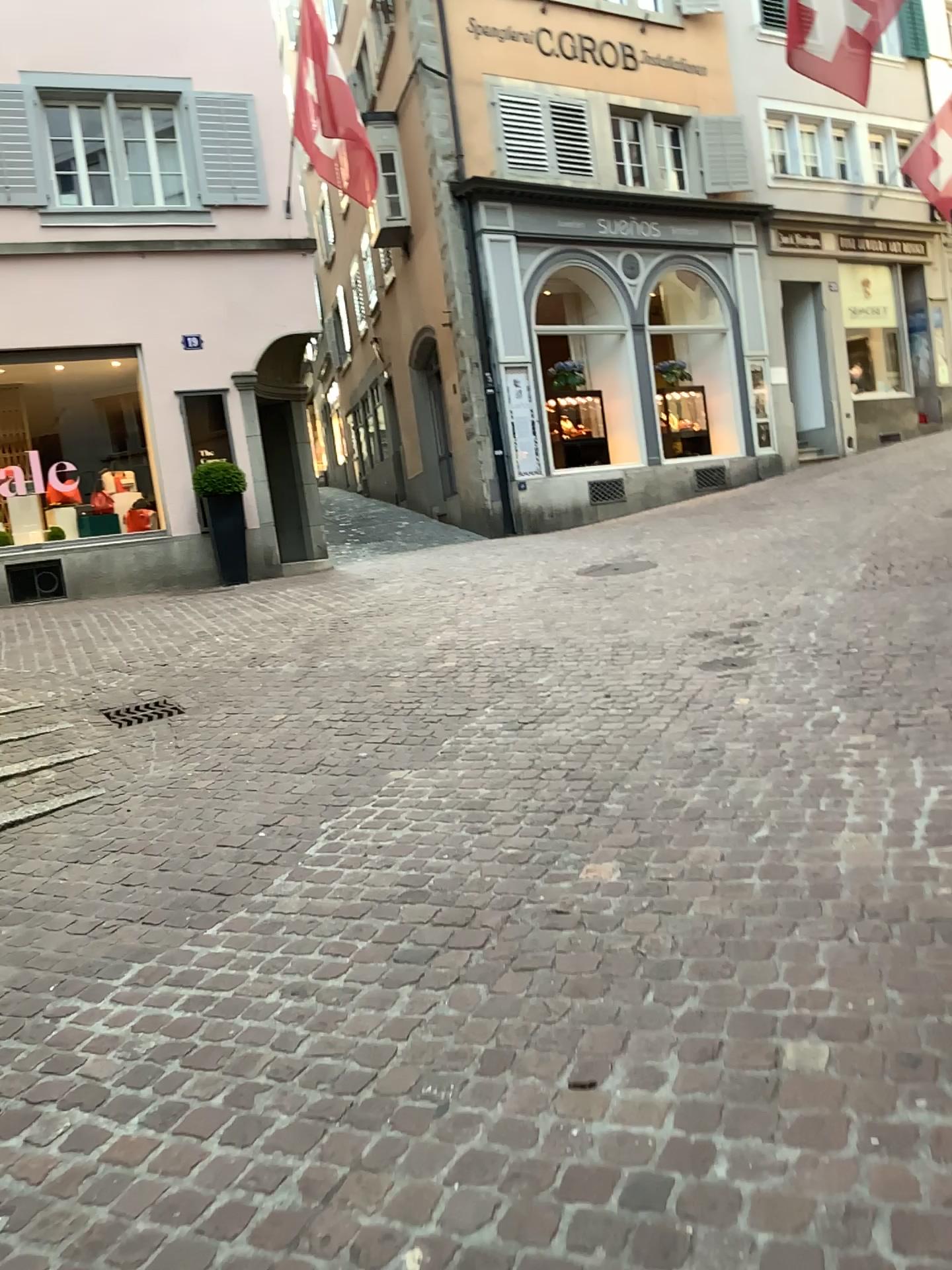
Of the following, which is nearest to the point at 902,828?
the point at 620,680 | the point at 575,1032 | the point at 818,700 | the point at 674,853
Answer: the point at 674,853
